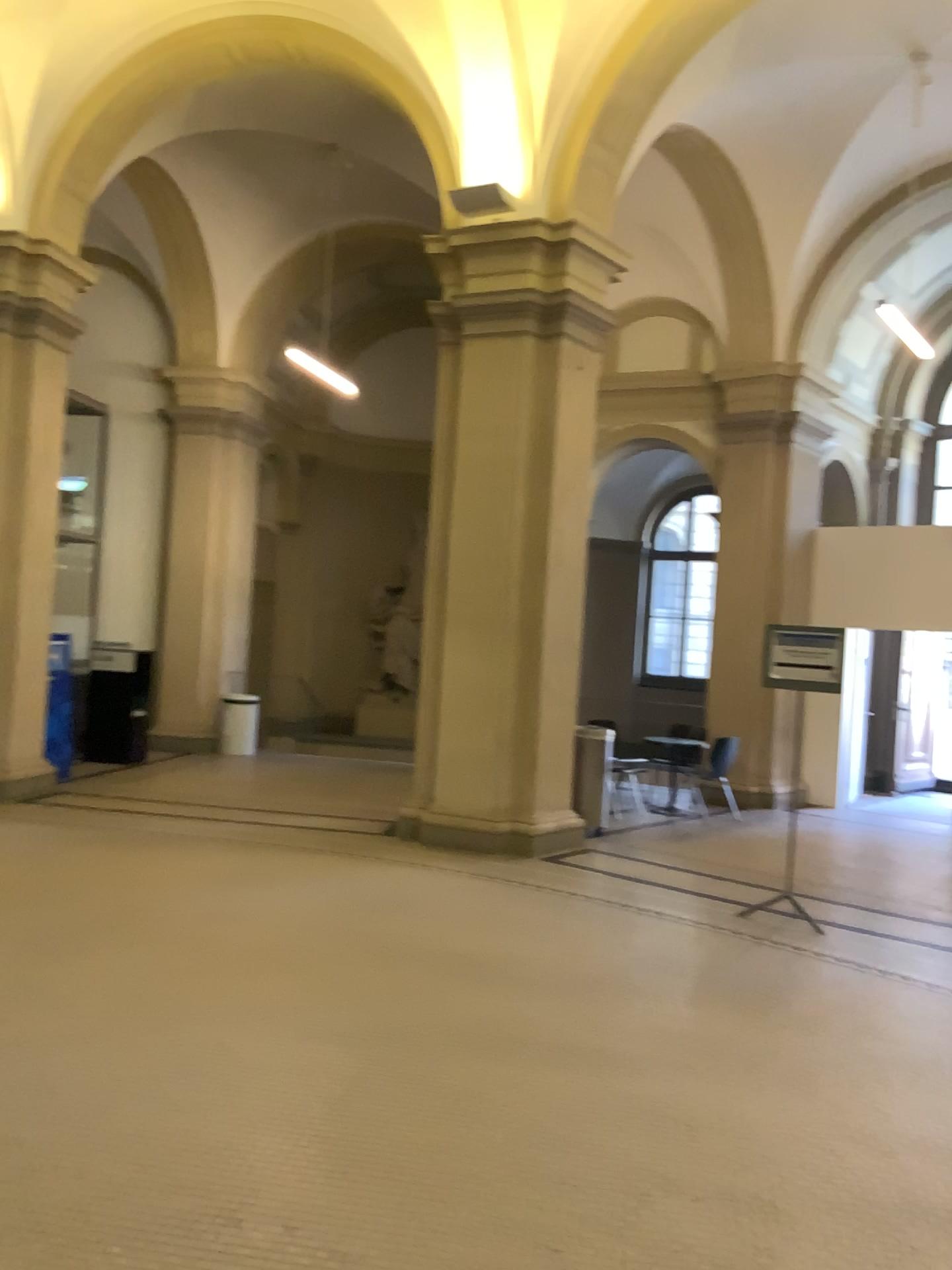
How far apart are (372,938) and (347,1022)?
1.1 meters
